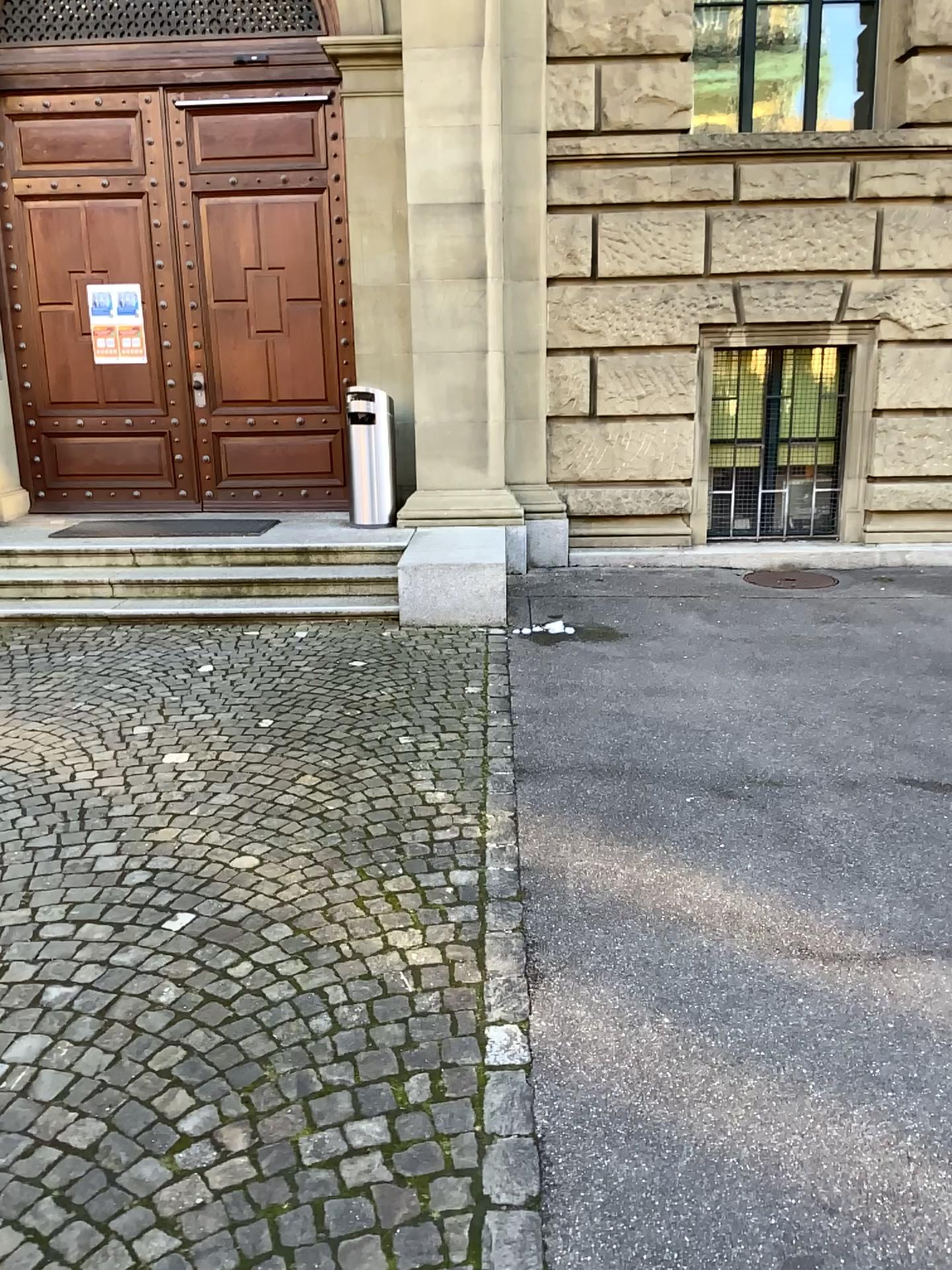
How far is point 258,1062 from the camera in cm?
252
